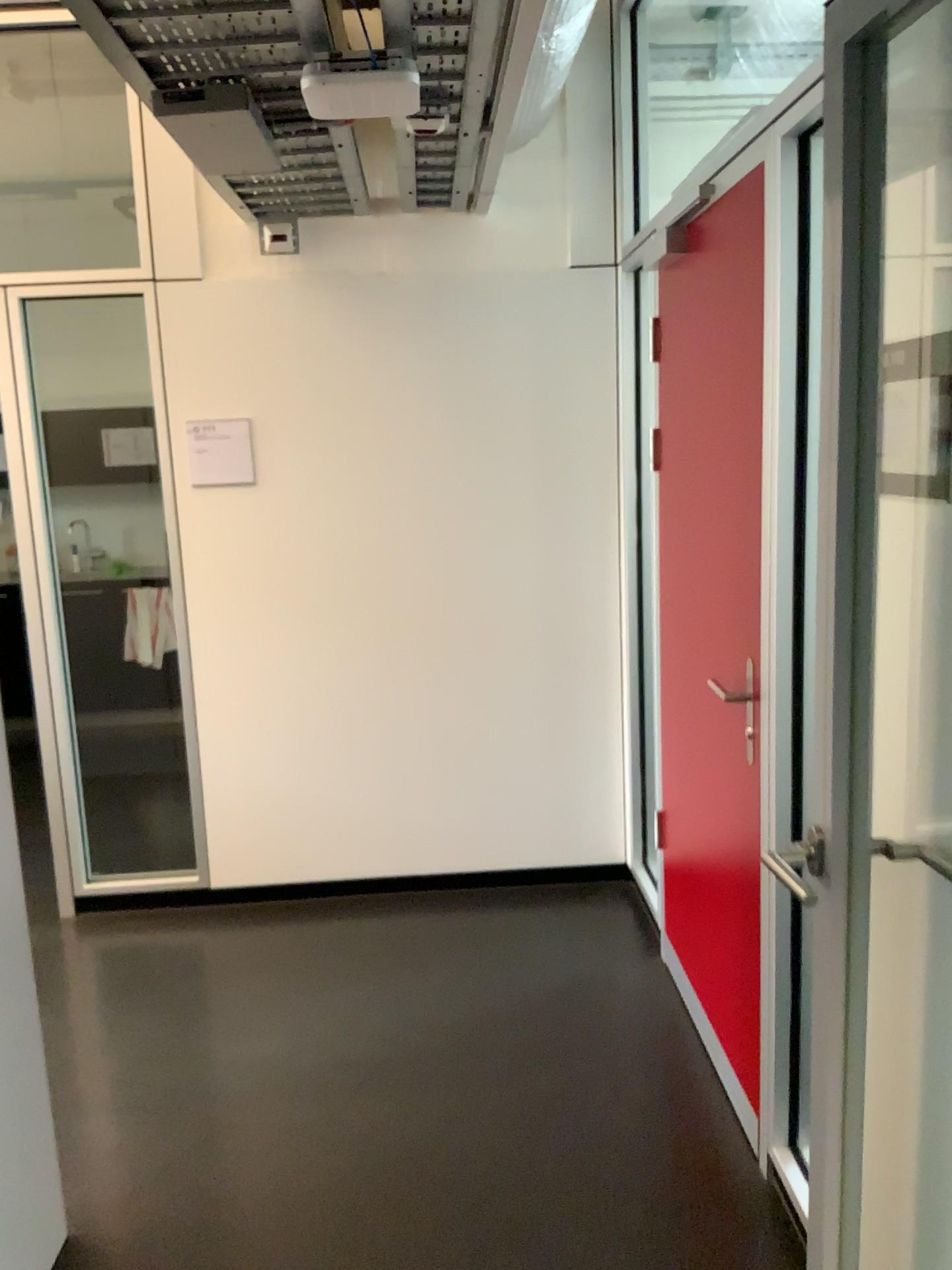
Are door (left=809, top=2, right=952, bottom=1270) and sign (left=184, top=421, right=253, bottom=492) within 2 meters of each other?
no

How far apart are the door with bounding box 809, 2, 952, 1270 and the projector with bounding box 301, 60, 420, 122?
0.97m

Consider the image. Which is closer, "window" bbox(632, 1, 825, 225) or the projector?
the projector

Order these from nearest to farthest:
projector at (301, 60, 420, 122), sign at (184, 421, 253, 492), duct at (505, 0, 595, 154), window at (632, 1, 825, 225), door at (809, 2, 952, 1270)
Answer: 1. door at (809, 2, 952, 1270)
2. projector at (301, 60, 420, 122)
3. duct at (505, 0, 595, 154)
4. window at (632, 1, 825, 225)
5. sign at (184, 421, 253, 492)

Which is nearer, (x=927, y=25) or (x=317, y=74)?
(x=927, y=25)

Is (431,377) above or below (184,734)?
above

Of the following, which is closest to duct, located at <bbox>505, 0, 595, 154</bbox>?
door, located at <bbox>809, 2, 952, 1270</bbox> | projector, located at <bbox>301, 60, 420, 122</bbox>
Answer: projector, located at <bbox>301, 60, 420, 122</bbox>

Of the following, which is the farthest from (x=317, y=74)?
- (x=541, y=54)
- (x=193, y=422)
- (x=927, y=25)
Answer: (x=193, y=422)

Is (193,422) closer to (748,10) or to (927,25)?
(748,10)

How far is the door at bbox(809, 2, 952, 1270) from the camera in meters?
1.3 m
